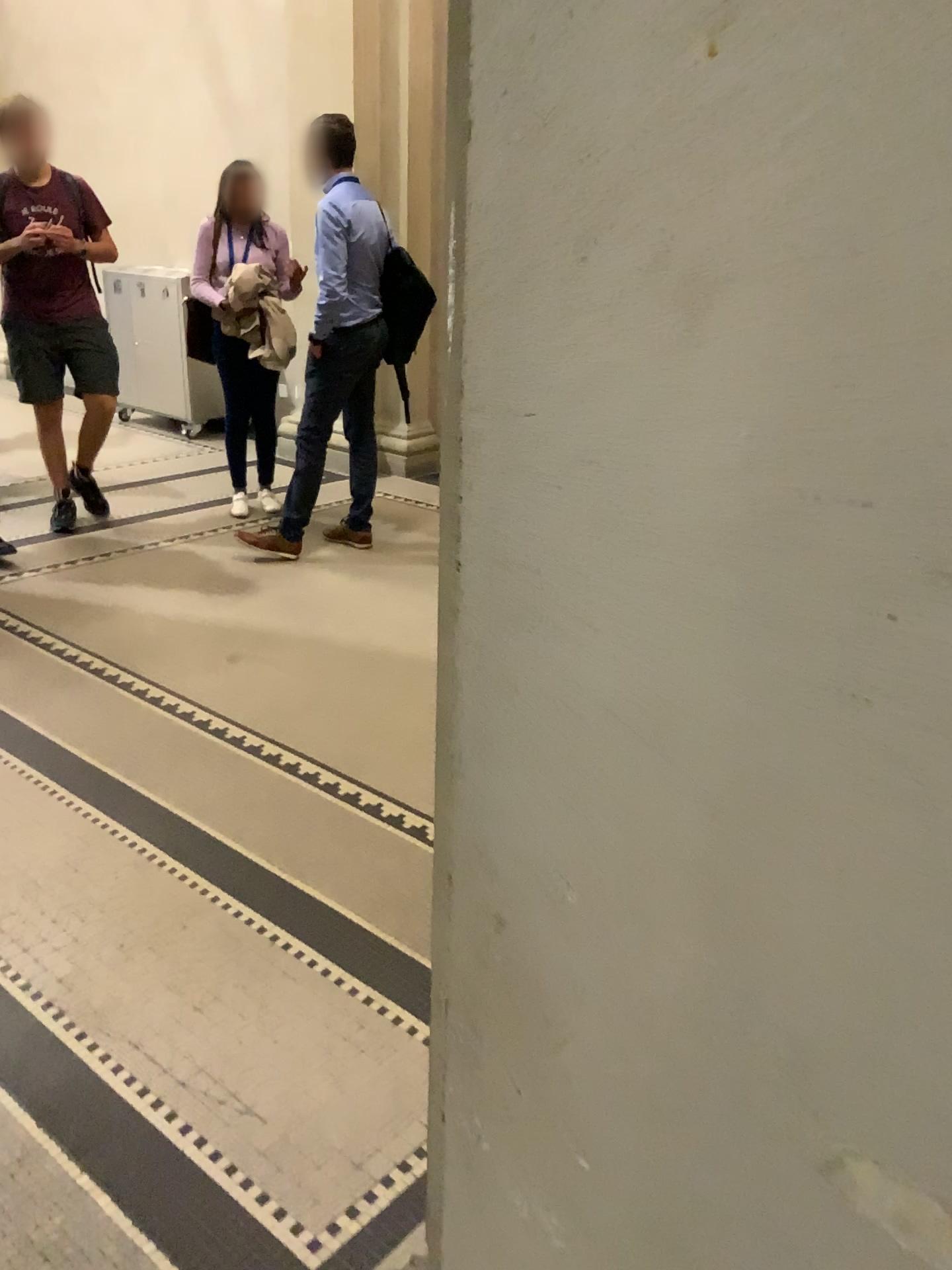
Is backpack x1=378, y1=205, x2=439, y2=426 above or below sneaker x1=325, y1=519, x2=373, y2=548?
above

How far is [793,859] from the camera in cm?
58

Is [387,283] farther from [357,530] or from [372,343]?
[357,530]

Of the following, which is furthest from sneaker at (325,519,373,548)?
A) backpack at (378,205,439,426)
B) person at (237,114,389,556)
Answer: backpack at (378,205,439,426)

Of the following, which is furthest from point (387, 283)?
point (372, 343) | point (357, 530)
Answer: point (357, 530)

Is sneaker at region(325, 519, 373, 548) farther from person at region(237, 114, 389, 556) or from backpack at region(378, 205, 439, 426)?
backpack at region(378, 205, 439, 426)

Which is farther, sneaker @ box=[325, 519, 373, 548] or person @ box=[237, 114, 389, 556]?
sneaker @ box=[325, 519, 373, 548]

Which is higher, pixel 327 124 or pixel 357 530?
pixel 327 124

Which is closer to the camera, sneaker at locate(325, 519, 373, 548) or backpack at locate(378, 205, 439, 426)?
backpack at locate(378, 205, 439, 426)
